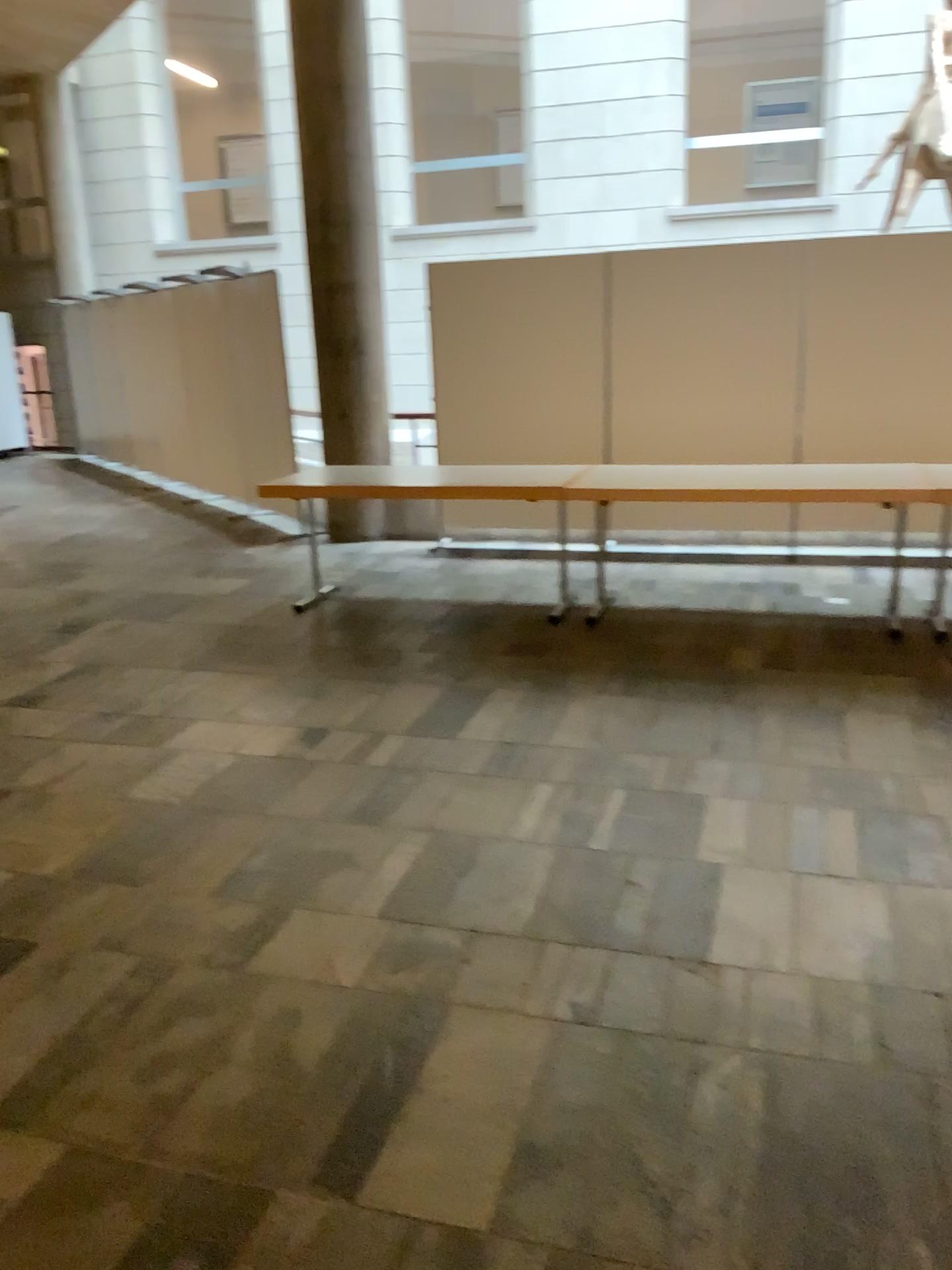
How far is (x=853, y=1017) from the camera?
2.4 meters
